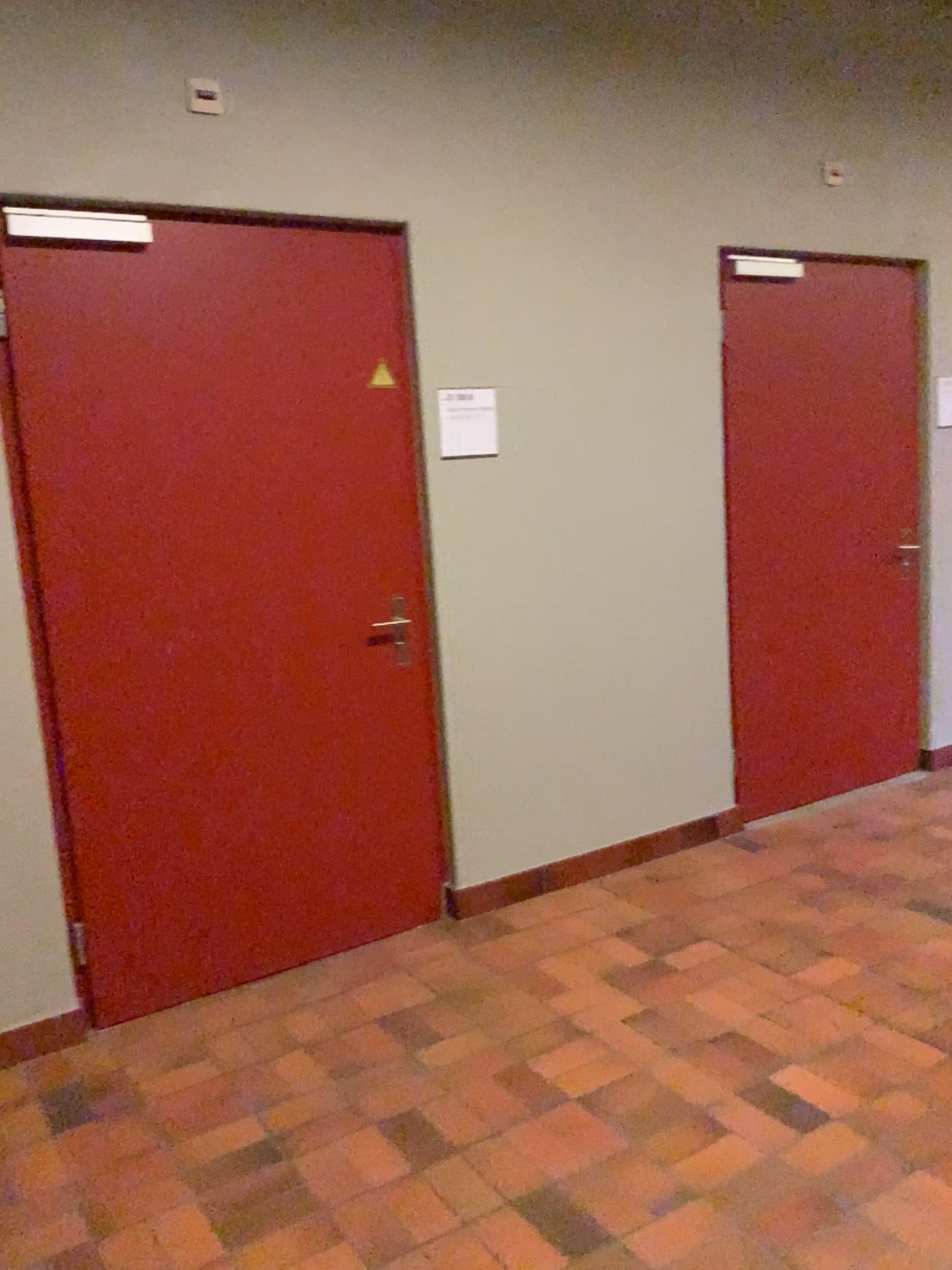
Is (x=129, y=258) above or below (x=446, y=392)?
above

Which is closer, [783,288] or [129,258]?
[129,258]

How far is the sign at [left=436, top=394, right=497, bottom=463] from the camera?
3.28m

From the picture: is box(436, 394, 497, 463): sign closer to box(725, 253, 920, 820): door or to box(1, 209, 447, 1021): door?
box(1, 209, 447, 1021): door

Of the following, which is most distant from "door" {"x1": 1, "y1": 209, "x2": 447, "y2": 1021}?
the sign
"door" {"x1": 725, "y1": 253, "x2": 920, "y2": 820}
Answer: "door" {"x1": 725, "y1": 253, "x2": 920, "y2": 820}

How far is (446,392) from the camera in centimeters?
328cm

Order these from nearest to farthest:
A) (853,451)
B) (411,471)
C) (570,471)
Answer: (411,471), (570,471), (853,451)

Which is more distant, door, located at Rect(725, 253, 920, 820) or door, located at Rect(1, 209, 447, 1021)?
door, located at Rect(725, 253, 920, 820)

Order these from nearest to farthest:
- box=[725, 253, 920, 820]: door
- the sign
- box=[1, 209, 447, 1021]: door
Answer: box=[1, 209, 447, 1021]: door
the sign
box=[725, 253, 920, 820]: door
